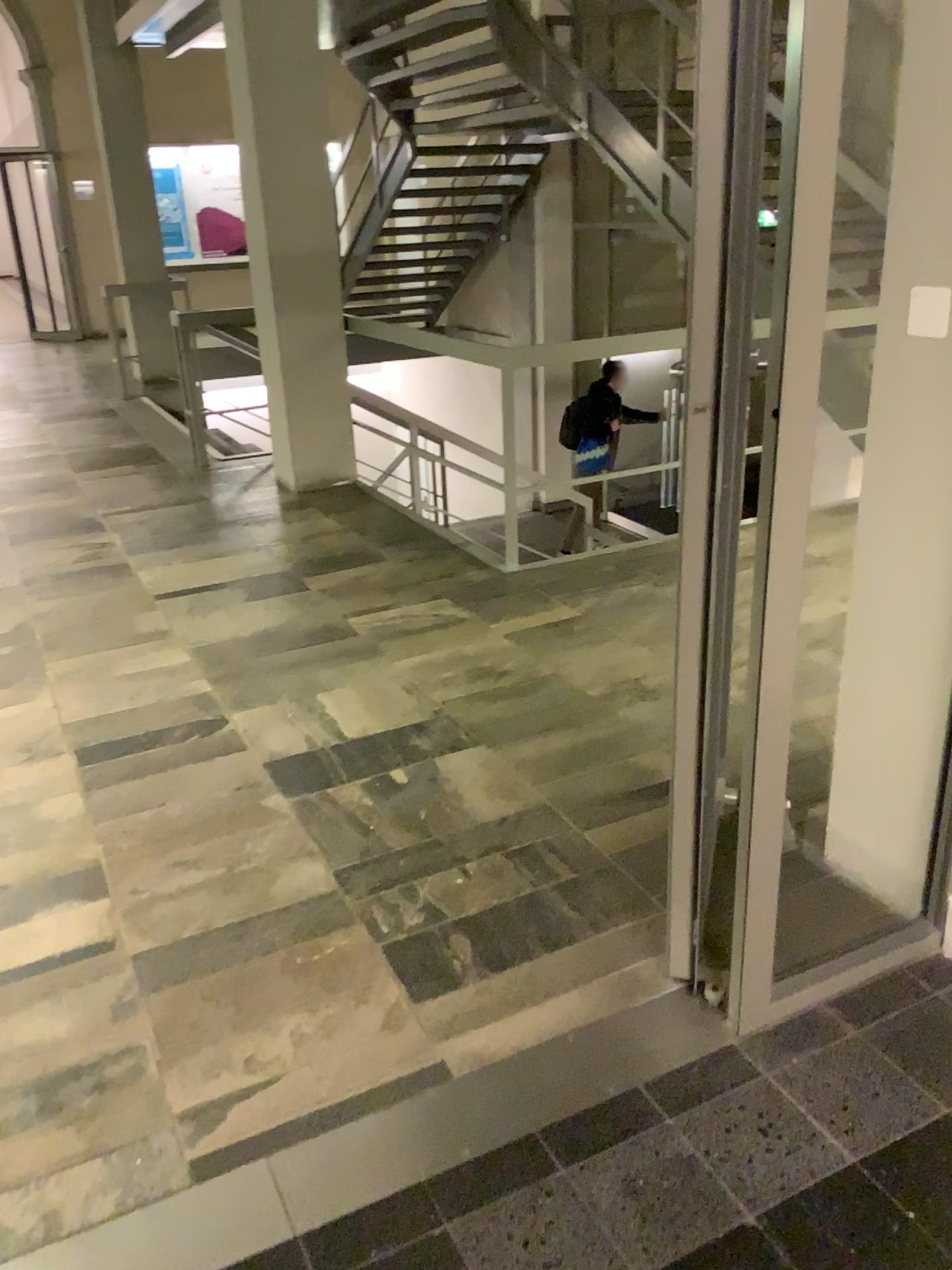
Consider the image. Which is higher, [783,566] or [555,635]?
[783,566]
